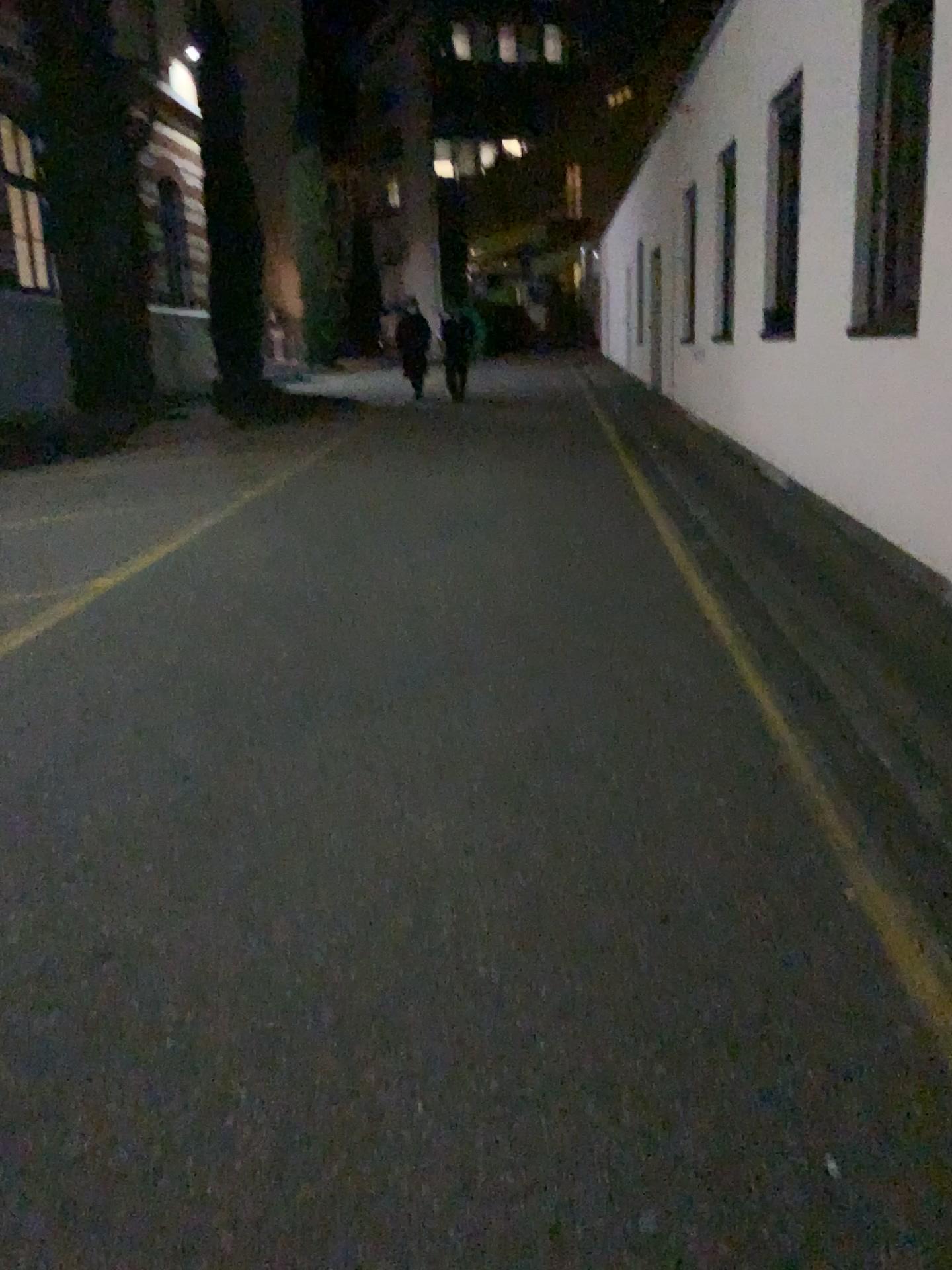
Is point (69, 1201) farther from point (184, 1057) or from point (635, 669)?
point (635, 669)
